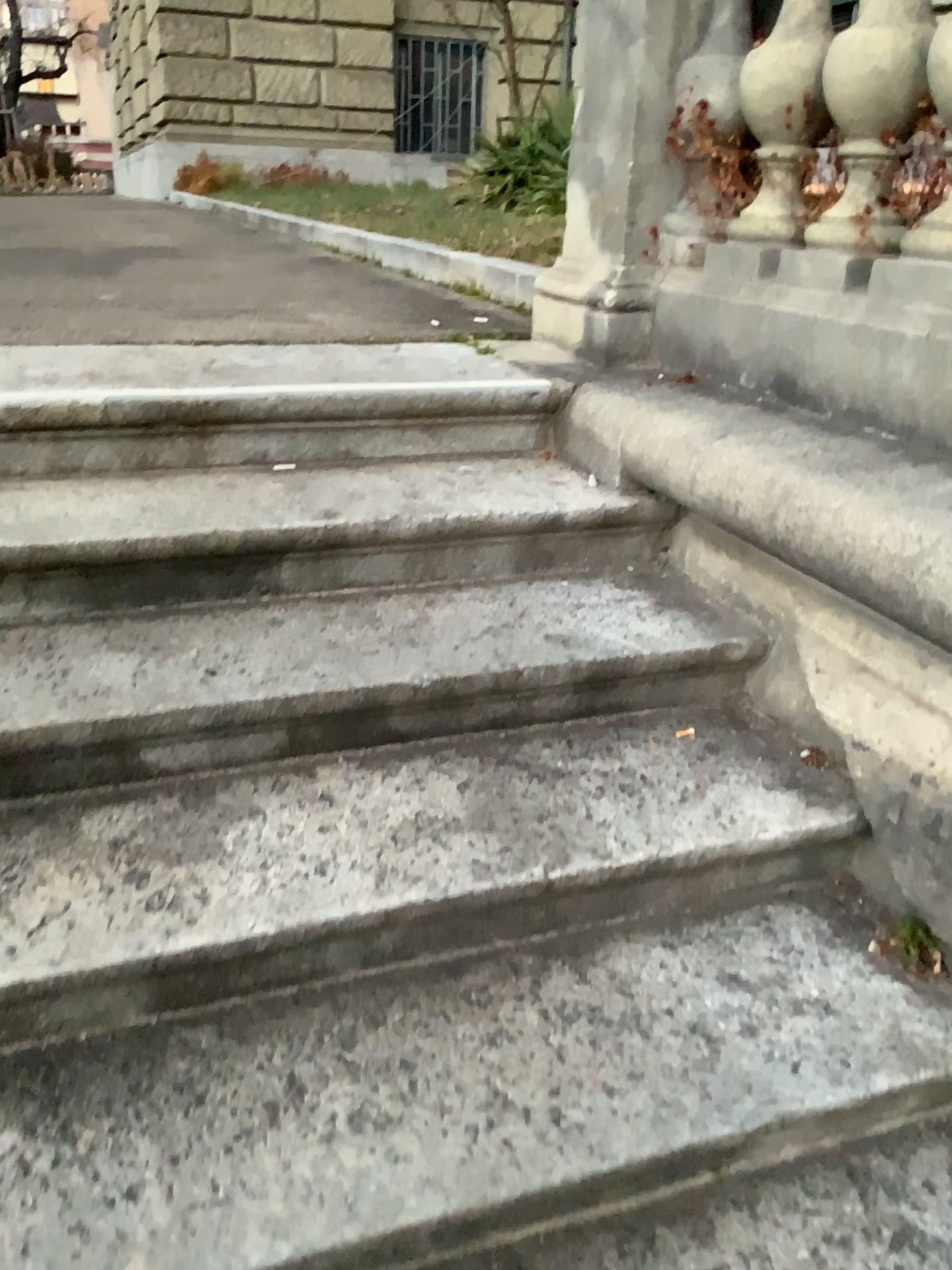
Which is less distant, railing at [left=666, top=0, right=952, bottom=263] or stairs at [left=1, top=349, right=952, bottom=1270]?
stairs at [left=1, top=349, right=952, bottom=1270]

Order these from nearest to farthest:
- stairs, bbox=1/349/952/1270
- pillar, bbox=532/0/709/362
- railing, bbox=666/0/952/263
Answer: stairs, bbox=1/349/952/1270
railing, bbox=666/0/952/263
pillar, bbox=532/0/709/362

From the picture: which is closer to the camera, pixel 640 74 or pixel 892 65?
pixel 892 65

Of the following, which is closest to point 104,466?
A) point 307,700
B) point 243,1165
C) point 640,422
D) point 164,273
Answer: point 307,700

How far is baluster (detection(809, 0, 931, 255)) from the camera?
1.7m

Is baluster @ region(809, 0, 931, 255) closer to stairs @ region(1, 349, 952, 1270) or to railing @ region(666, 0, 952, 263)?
railing @ region(666, 0, 952, 263)

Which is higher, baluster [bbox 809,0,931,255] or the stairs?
baluster [bbox 809,0,931,255]

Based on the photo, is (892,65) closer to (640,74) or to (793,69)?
(793,69)

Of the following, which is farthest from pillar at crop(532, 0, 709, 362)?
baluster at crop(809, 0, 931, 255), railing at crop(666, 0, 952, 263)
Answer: baluster at crop(809, 0, 931, 255)

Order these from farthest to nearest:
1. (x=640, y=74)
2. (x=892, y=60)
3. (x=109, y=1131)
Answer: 1. (x=640, y=74)
2. (x=892, y=60)
3. (x=109, y=1131)
